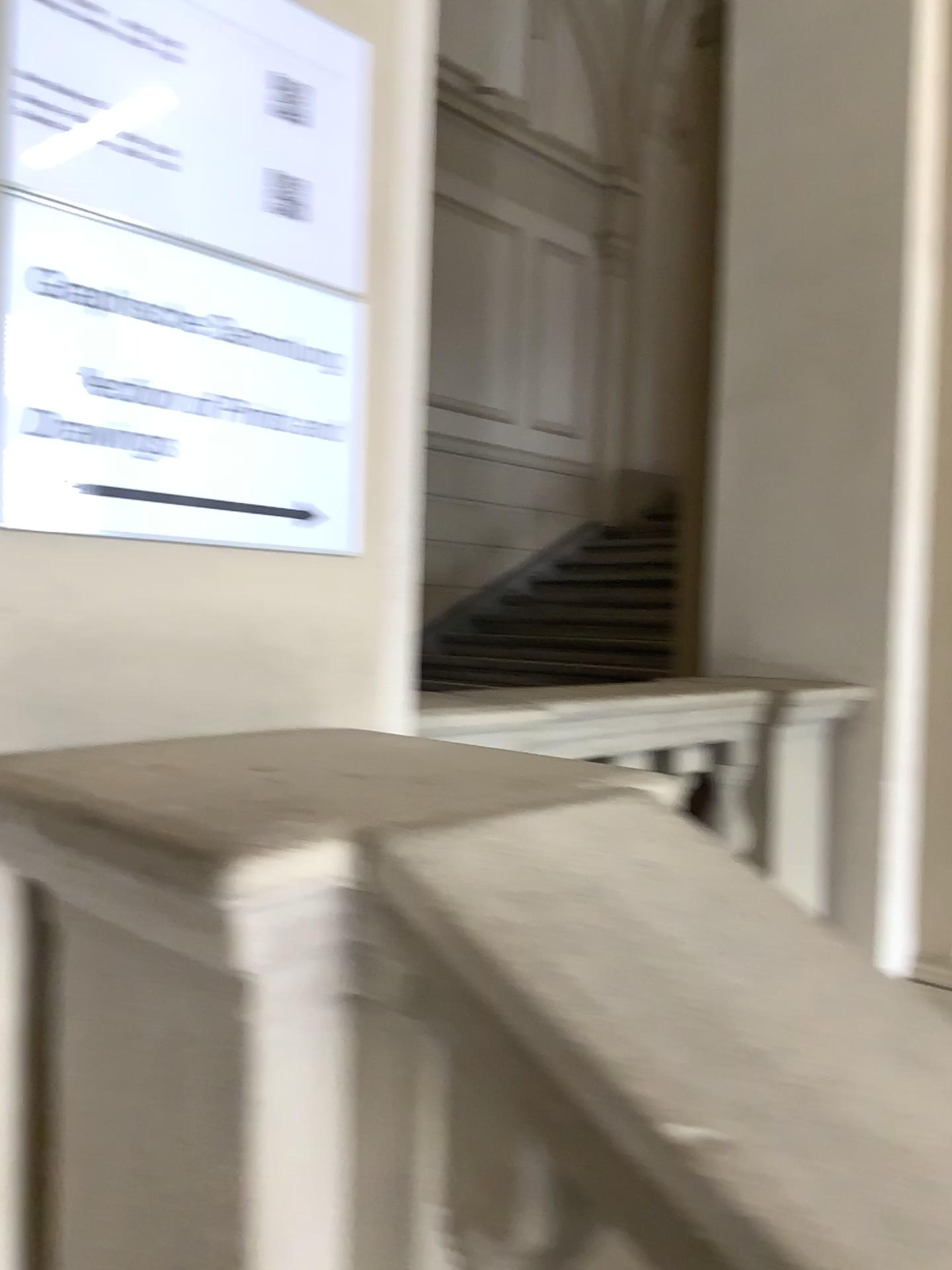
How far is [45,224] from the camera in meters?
1.0

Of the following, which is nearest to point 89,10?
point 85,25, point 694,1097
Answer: point 85,25

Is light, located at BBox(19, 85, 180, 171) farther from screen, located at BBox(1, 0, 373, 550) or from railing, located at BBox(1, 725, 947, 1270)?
railing, located at BBox(1, 725, 947, 1270)

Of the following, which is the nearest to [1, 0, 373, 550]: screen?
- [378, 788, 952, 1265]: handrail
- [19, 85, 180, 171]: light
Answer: [19, 85, 180, 171]: light

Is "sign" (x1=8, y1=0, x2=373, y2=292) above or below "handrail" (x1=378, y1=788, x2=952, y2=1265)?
above

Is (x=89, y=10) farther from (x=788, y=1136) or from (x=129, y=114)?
(x=788, y=1136)

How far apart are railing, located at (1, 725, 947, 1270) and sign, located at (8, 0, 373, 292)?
0.5 meters

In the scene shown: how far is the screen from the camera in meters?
1.0 m

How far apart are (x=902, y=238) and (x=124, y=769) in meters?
2.7 m

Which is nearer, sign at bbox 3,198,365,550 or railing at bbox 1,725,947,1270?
railing at bbox 1,725,947,1270
